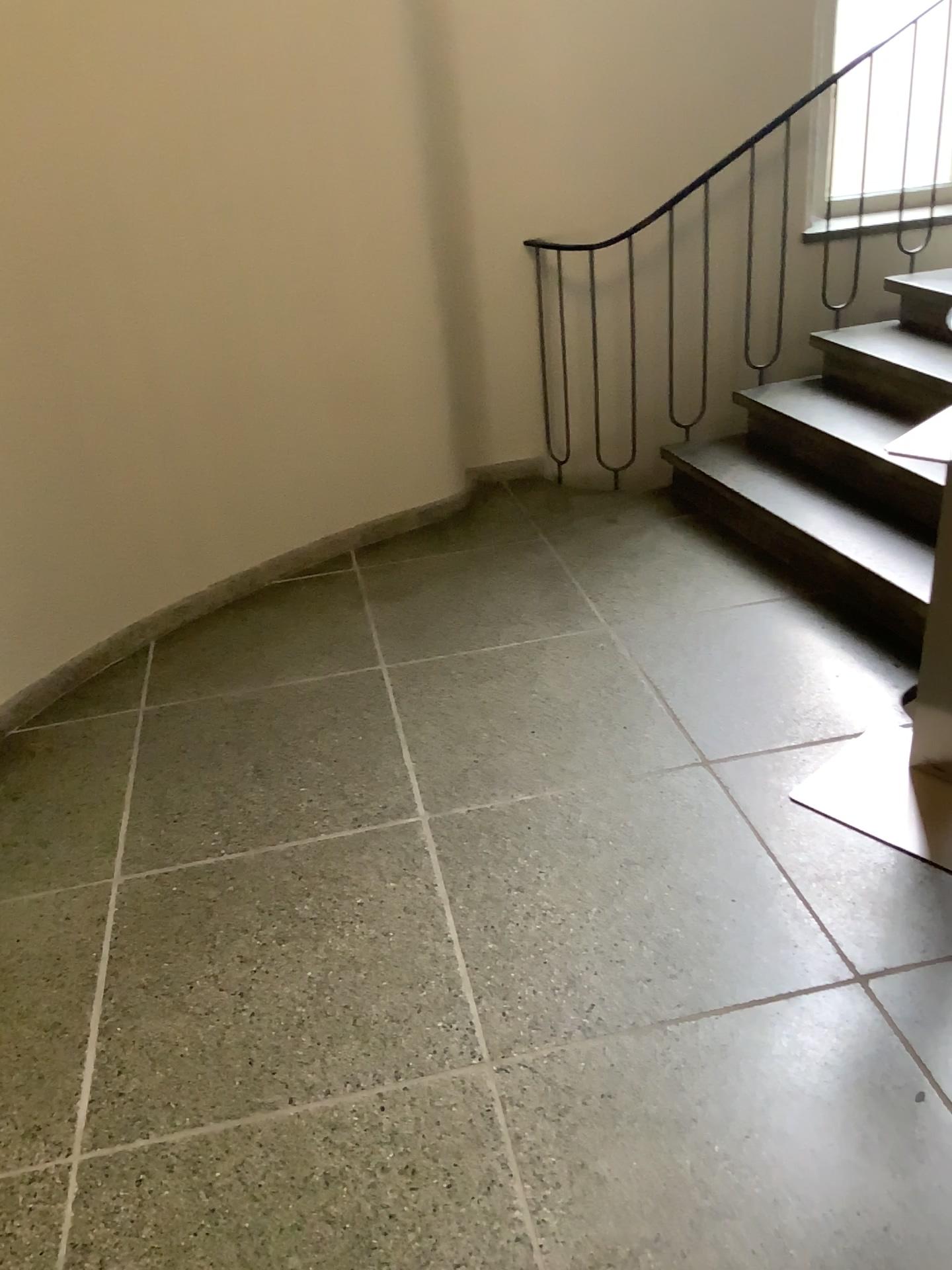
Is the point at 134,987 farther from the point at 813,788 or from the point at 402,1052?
the point at 813,788
